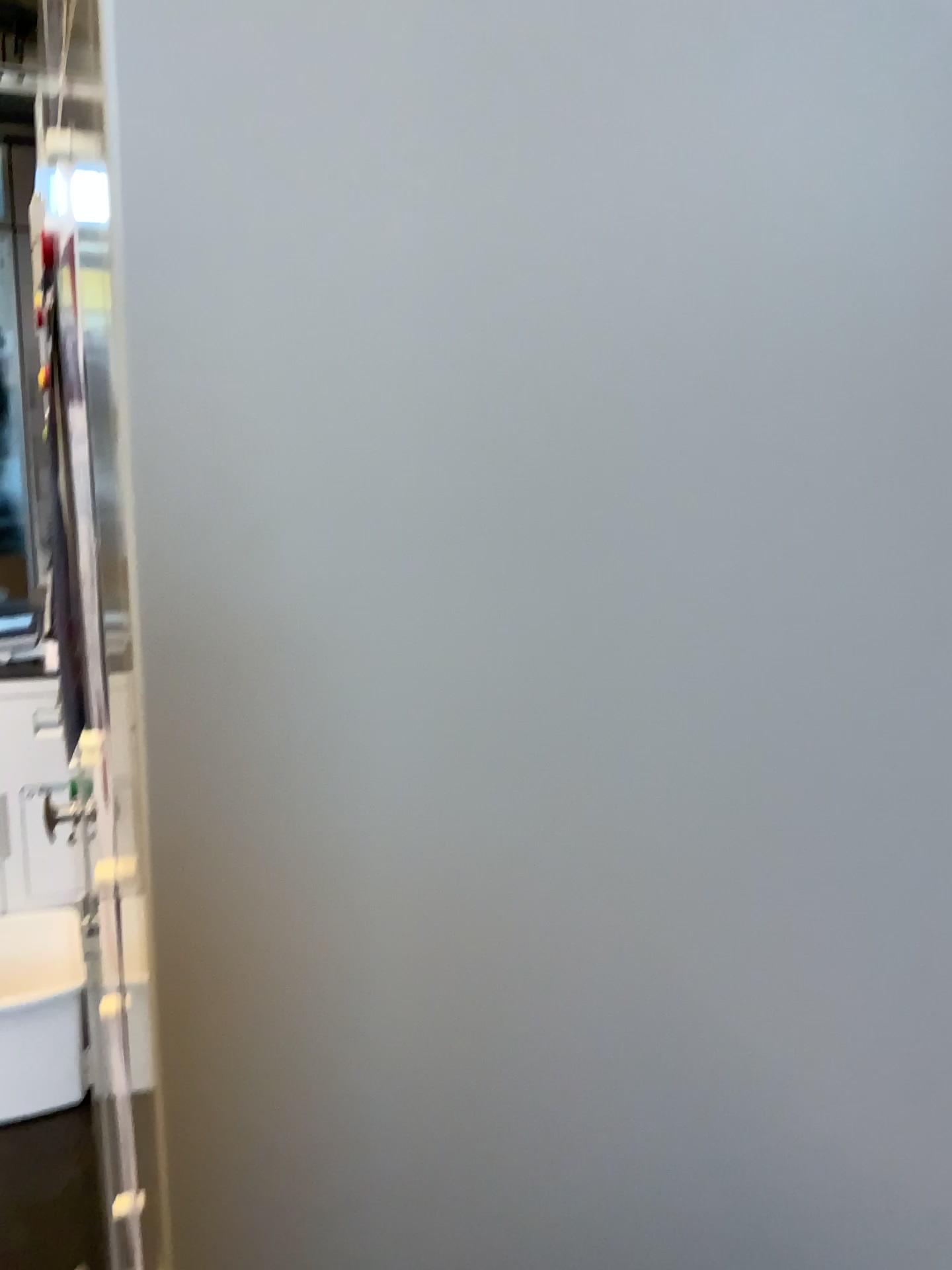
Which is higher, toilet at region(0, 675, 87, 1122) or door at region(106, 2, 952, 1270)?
door at region(106, 2, 952, 1270)

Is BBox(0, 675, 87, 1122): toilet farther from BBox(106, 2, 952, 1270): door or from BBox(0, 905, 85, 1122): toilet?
BBox(106, 2, 952, 1270): door

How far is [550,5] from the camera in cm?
25

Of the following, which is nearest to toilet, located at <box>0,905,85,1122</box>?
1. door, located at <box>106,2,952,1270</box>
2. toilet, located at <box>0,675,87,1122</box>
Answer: toilet, located at <box>0,675,87,1122</box>

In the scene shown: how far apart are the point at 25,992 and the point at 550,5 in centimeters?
255cm

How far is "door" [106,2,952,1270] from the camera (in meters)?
0.25

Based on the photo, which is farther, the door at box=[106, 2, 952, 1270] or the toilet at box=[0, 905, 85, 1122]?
the toilet at box=[0, 905, 85, 1122]

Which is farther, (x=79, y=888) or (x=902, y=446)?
(x=79, y=888)

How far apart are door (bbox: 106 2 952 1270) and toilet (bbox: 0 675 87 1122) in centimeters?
234cm

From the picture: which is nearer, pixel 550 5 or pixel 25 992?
pixel 550 5
